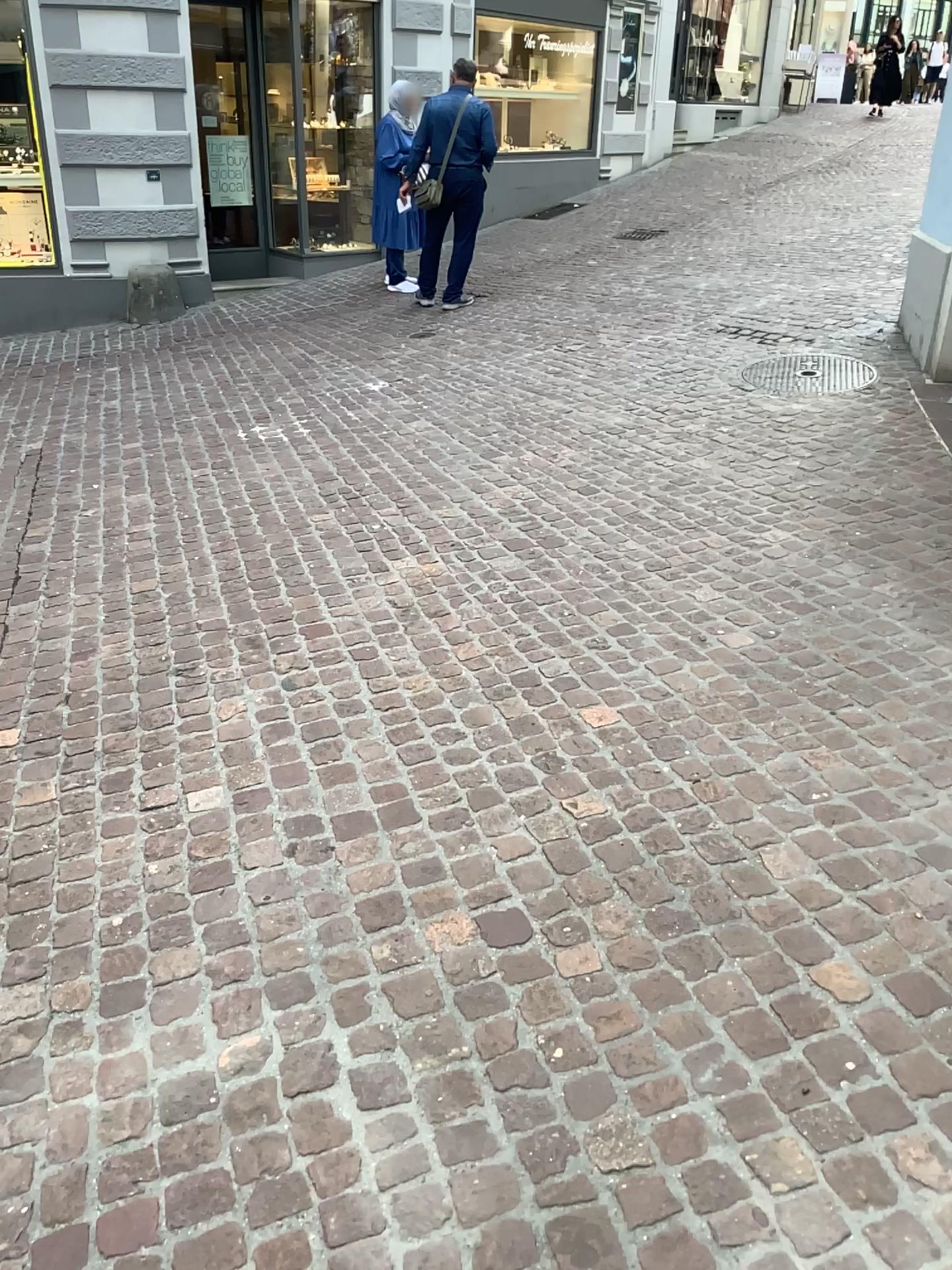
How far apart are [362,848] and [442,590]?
1.4m
